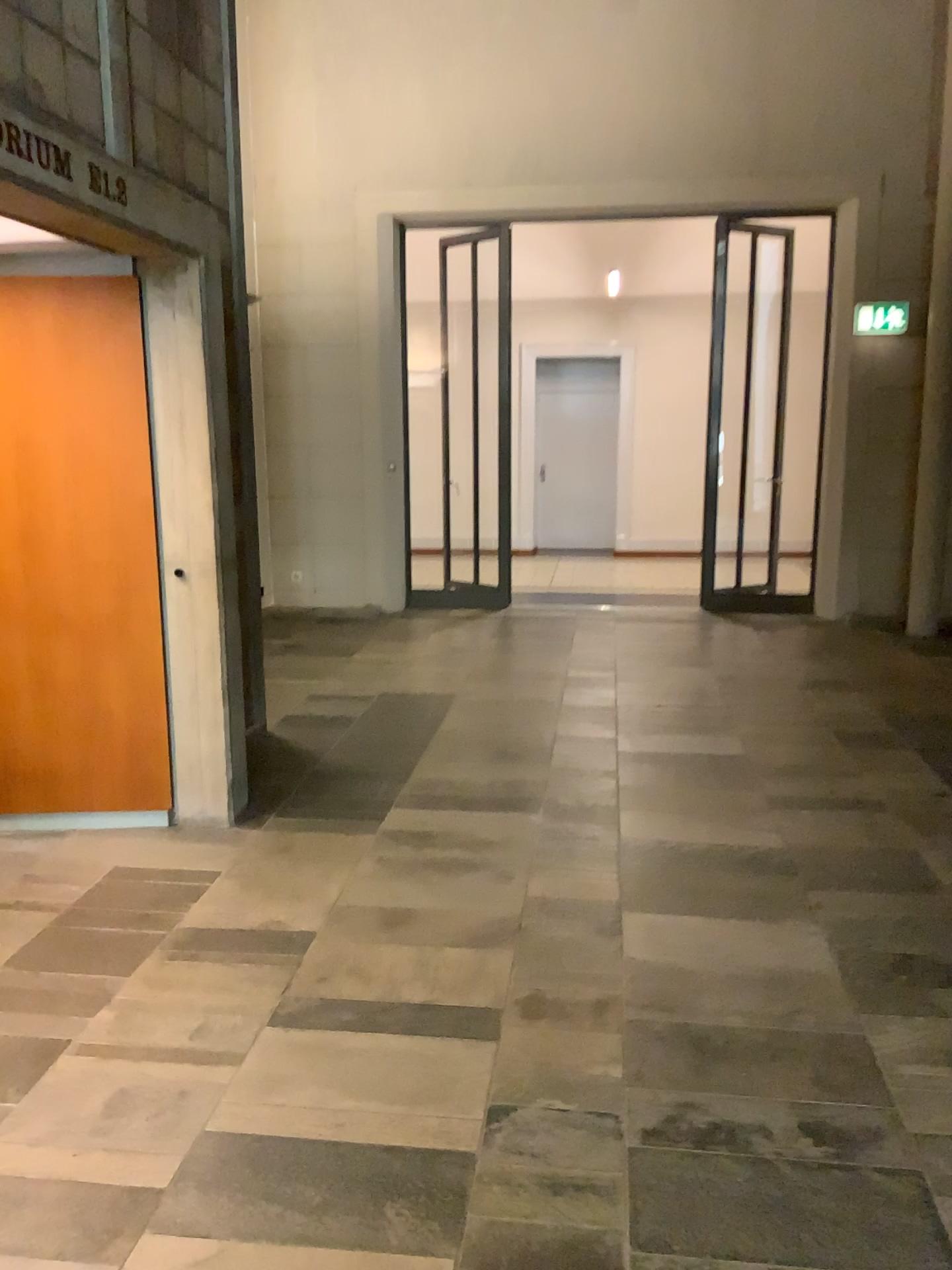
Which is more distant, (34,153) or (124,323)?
(124,323)

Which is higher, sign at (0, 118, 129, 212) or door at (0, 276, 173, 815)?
sign at (0, 118, 129, 212)

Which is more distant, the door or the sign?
the door

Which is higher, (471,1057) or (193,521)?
(193,521)

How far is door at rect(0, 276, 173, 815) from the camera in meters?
3.7

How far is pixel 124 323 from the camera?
3.7 meters

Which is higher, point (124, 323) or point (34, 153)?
point (34, 153)
